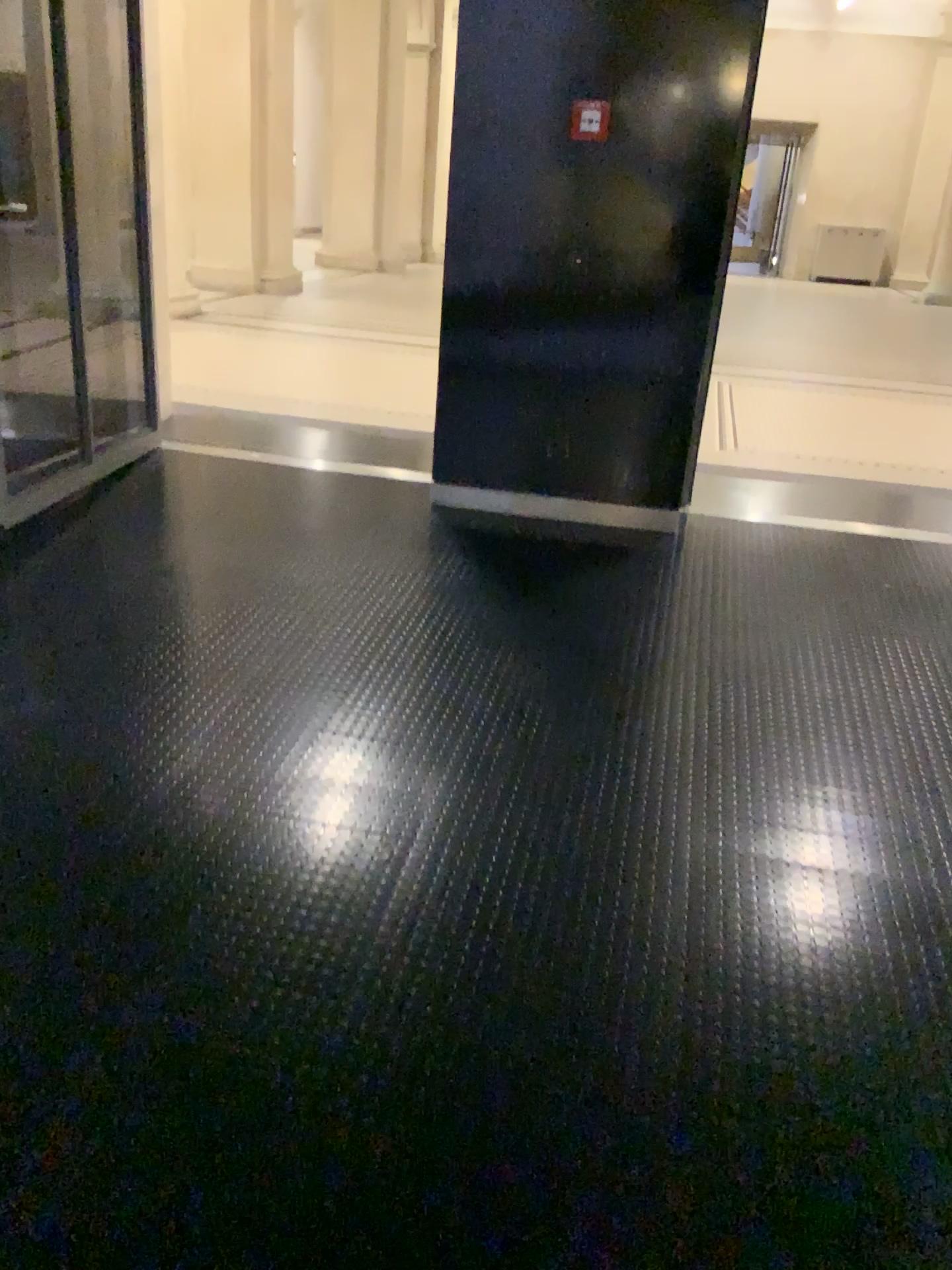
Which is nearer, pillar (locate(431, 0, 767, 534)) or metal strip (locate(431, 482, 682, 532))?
pillar (locate(431, 0, 767, 534))

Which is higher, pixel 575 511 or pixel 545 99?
pixel 545 99

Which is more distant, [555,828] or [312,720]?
[312,720]

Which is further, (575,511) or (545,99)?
(575,511)
